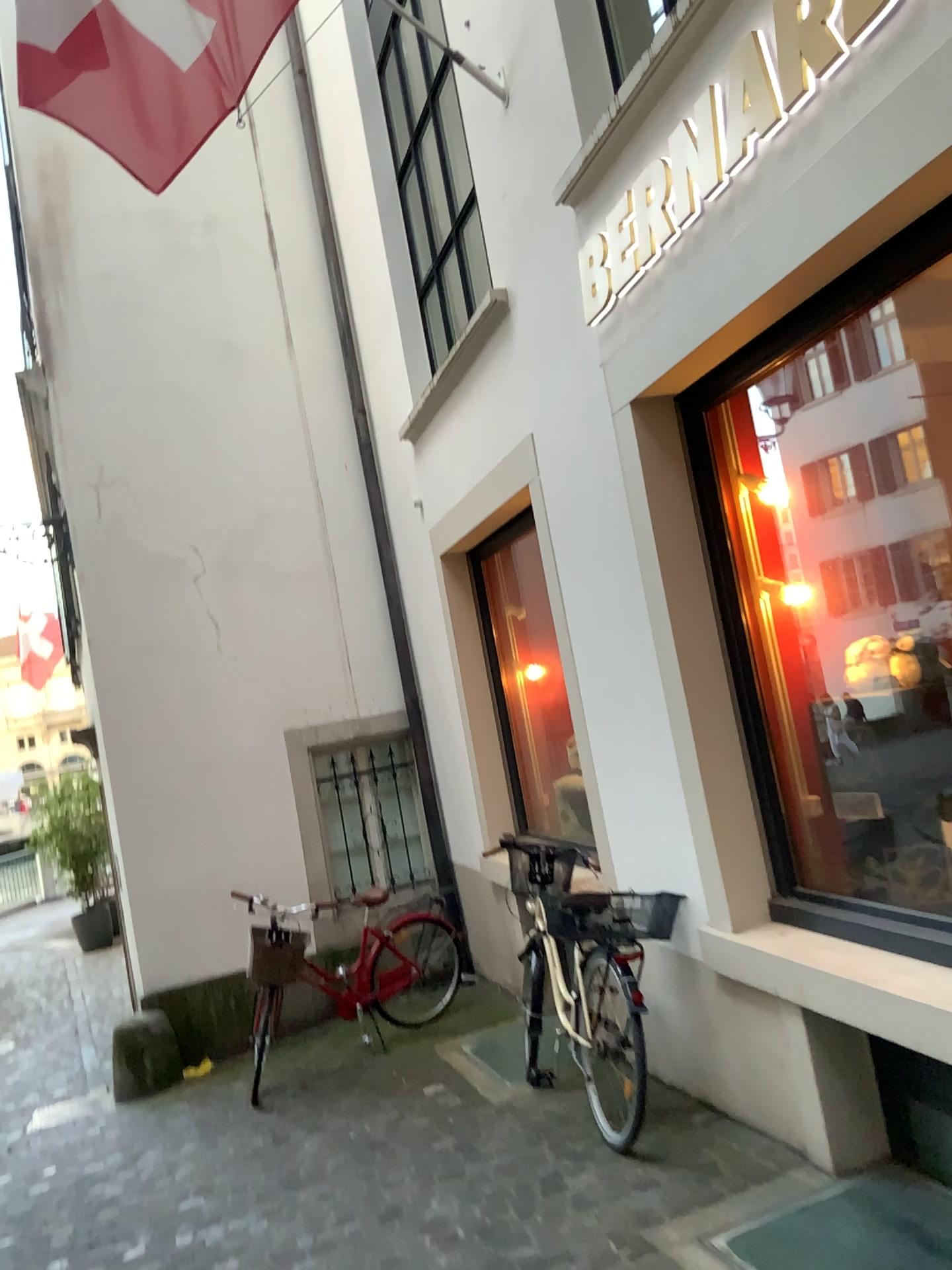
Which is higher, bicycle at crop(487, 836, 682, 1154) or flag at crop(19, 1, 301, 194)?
flag at crop(19, 1, 301, 194)

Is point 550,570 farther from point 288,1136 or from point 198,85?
point 288,1136

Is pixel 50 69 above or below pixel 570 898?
above
